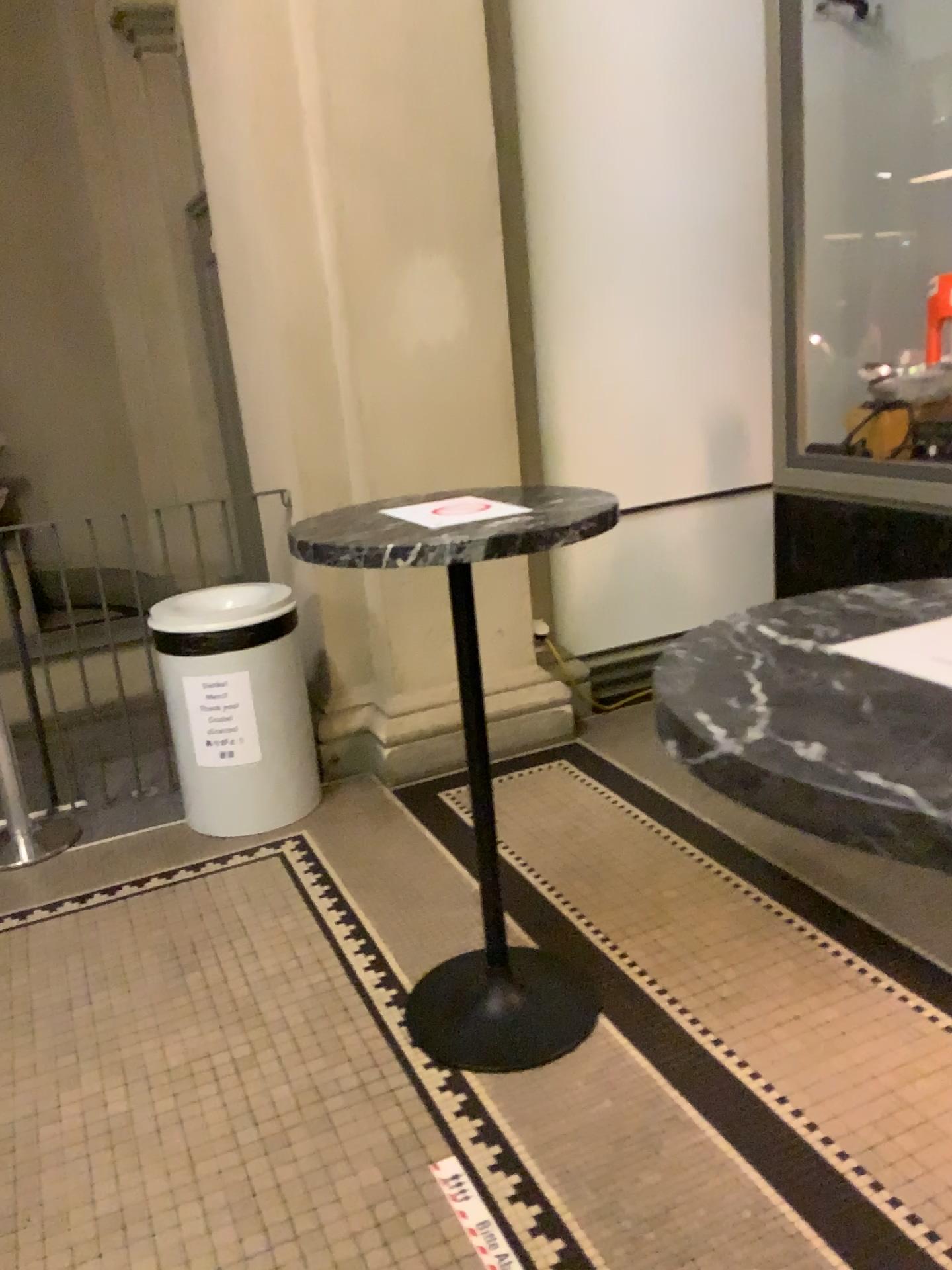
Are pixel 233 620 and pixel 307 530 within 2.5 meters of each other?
yes

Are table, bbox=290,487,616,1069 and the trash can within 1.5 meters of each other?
yes

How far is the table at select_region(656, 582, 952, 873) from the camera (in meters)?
0.69

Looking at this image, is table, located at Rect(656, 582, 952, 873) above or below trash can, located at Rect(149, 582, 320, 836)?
above

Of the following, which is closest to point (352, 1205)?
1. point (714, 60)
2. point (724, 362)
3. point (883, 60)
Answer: point (724, 362)

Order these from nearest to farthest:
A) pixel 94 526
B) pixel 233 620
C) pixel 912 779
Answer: pixel 912 779 < pixel 233 620 < pixel 94 526

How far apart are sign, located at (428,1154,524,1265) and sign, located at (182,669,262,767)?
1.6m

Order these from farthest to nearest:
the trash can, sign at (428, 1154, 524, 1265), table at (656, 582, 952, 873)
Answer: the trash can, sign at (428, 1154, 524, 1265), table at (656, 582, 952, 873)

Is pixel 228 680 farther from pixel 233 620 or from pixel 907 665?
pixel 907 665

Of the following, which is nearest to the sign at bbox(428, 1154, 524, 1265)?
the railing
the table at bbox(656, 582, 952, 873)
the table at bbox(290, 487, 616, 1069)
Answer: the table at bbox(290, 487, 616, 1069)
